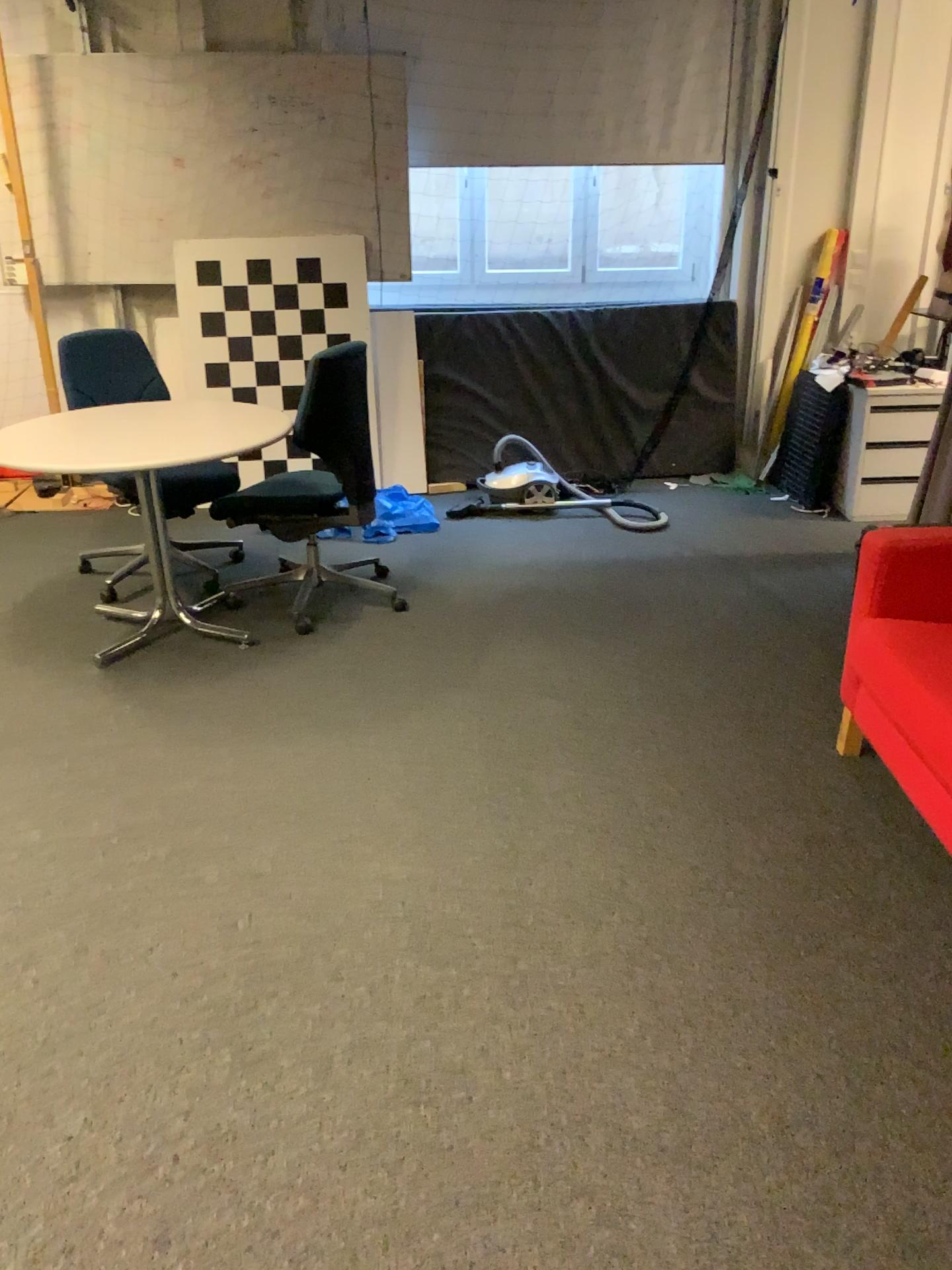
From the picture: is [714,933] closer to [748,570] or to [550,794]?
[550,794]

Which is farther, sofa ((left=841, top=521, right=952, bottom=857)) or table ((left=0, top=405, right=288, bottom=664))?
table ((left=0, top=405, right=288, bottom=664))

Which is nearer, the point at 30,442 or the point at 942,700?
the point at 942,700

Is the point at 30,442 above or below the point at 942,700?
above

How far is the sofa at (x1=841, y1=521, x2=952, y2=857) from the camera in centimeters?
232cm

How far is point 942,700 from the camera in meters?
2.3 m
